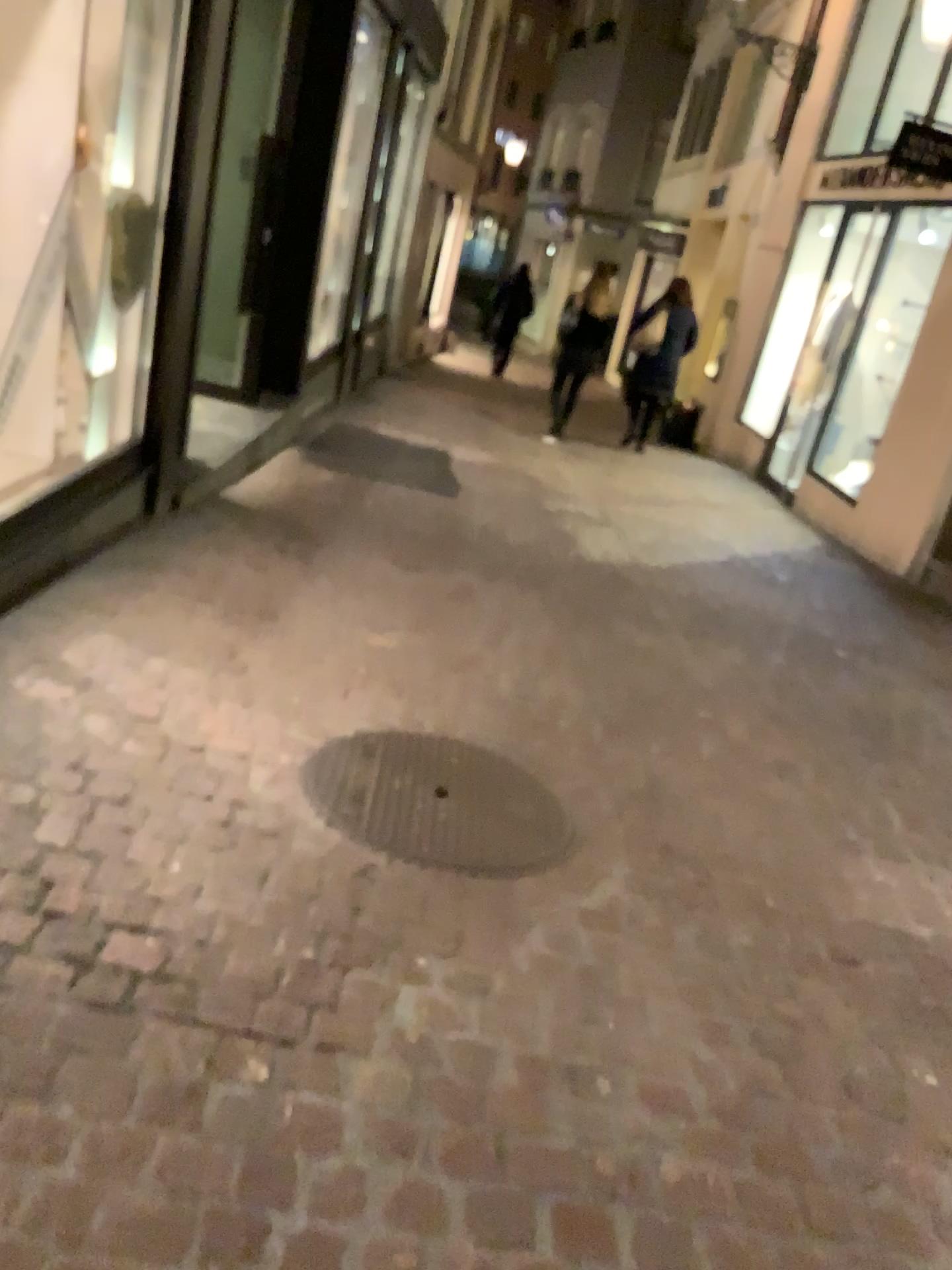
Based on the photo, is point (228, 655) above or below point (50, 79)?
below
